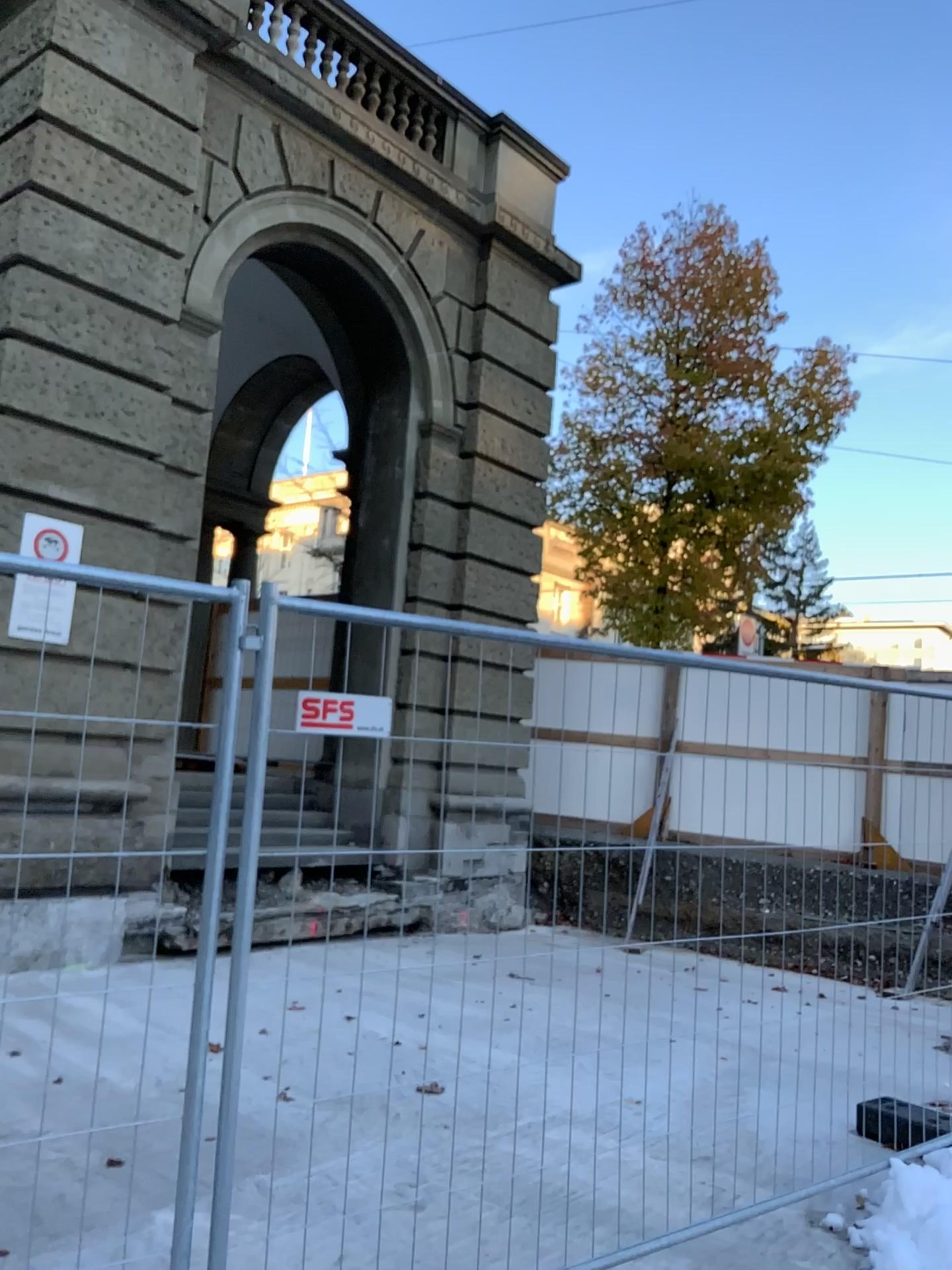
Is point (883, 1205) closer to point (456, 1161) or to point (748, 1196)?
point (748, 1196)
